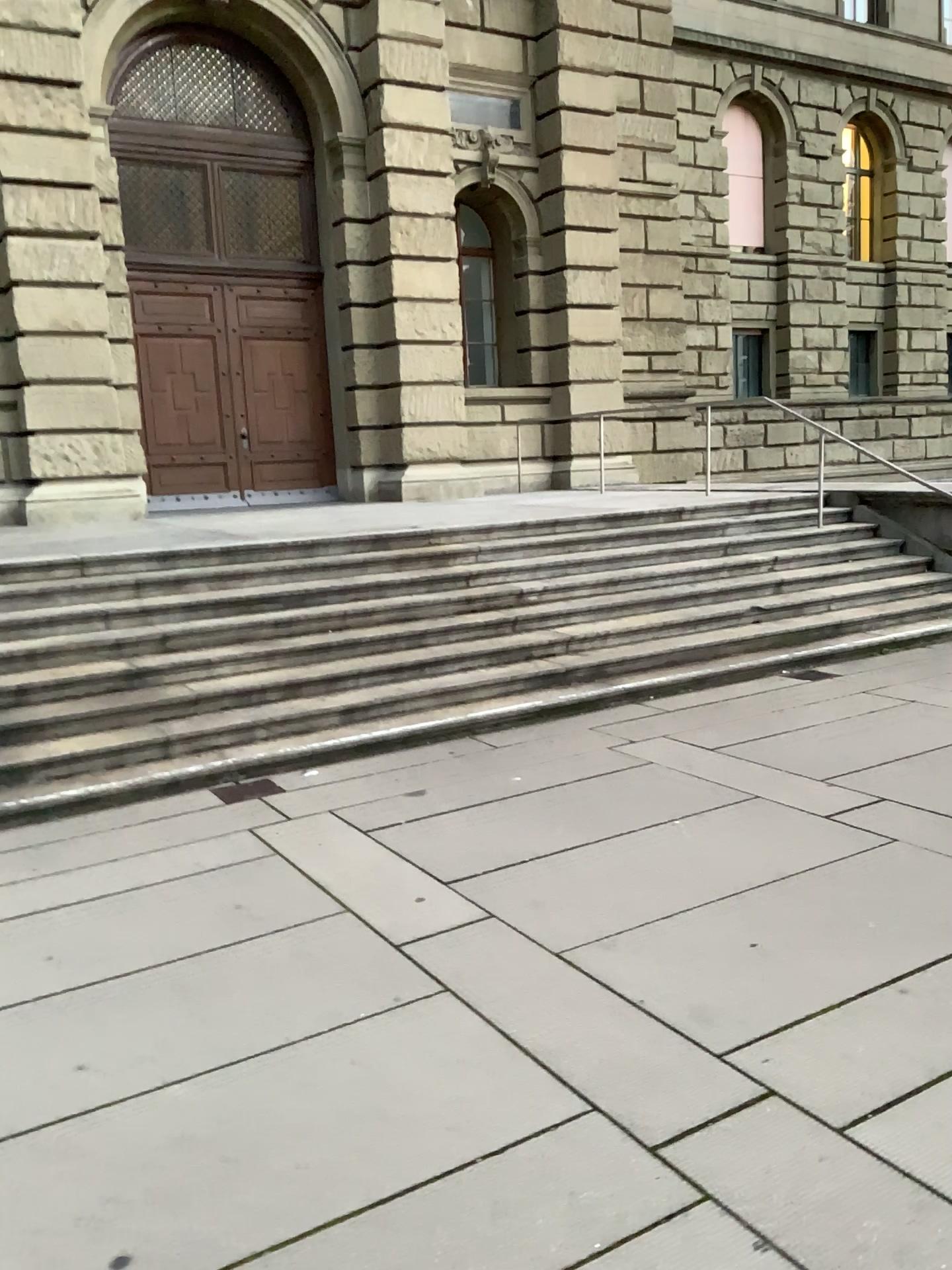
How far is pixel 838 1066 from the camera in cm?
273
